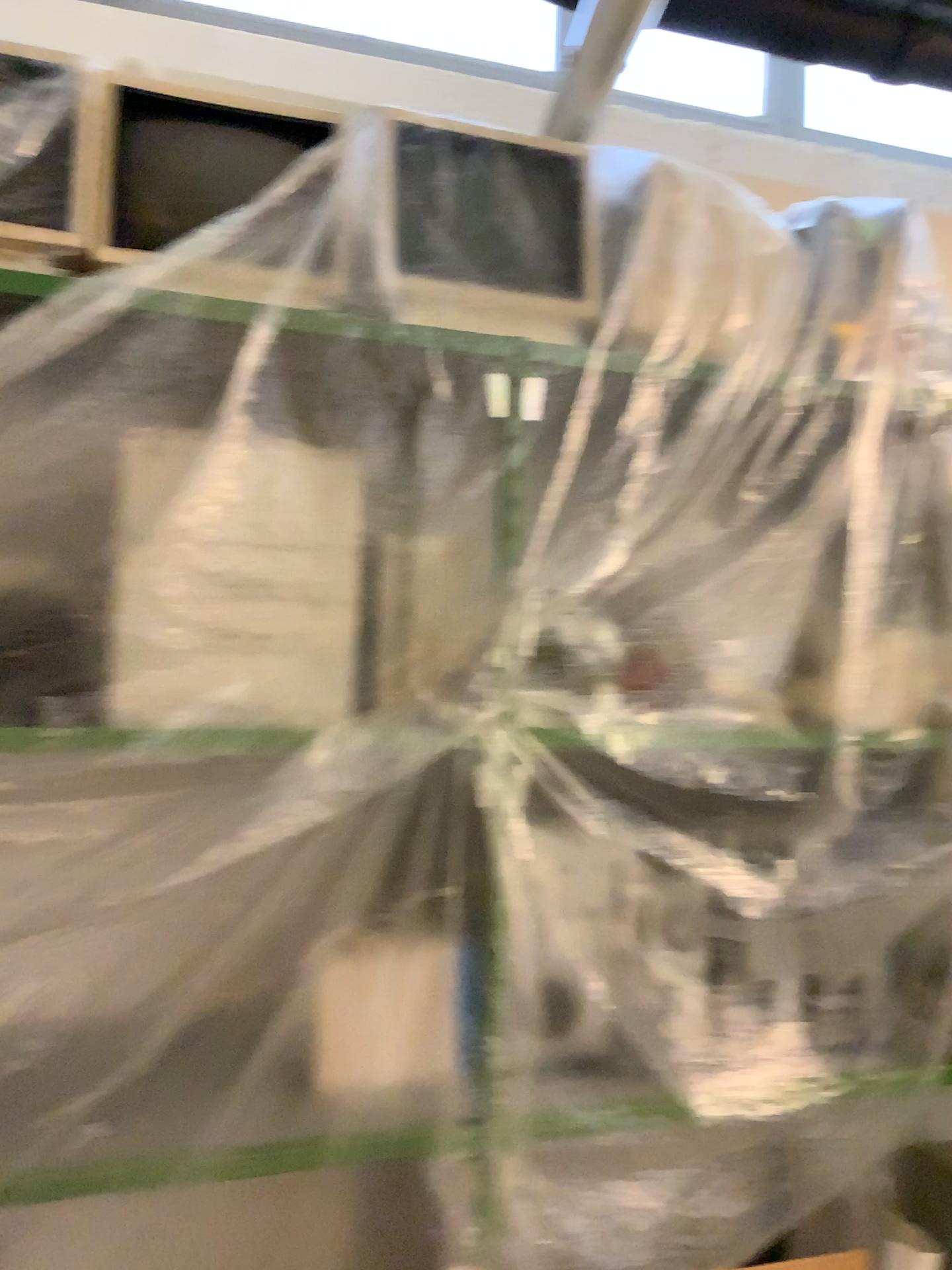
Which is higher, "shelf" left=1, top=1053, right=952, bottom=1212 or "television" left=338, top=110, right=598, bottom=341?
"television" left=338, top=110, right=598, bottom=341

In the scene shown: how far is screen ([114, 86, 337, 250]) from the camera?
1.68m

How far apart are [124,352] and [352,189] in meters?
0.5 m

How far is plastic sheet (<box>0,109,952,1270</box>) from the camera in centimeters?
157cm

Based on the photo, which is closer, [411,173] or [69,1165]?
[69,1165]

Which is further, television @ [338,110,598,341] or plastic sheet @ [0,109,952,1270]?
television @ [338,110,598,341]

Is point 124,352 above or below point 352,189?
below

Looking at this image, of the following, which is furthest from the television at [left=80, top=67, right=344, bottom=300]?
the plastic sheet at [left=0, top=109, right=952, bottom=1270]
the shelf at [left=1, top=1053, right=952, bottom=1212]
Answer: the shelf at [left=1, top=1053, right=952, bottom=1212]

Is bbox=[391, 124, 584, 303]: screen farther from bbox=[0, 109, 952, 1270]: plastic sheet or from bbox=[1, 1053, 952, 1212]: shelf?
bbox=[1, 1053, 952, 1212]: shelf

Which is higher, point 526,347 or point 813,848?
point 526,347
